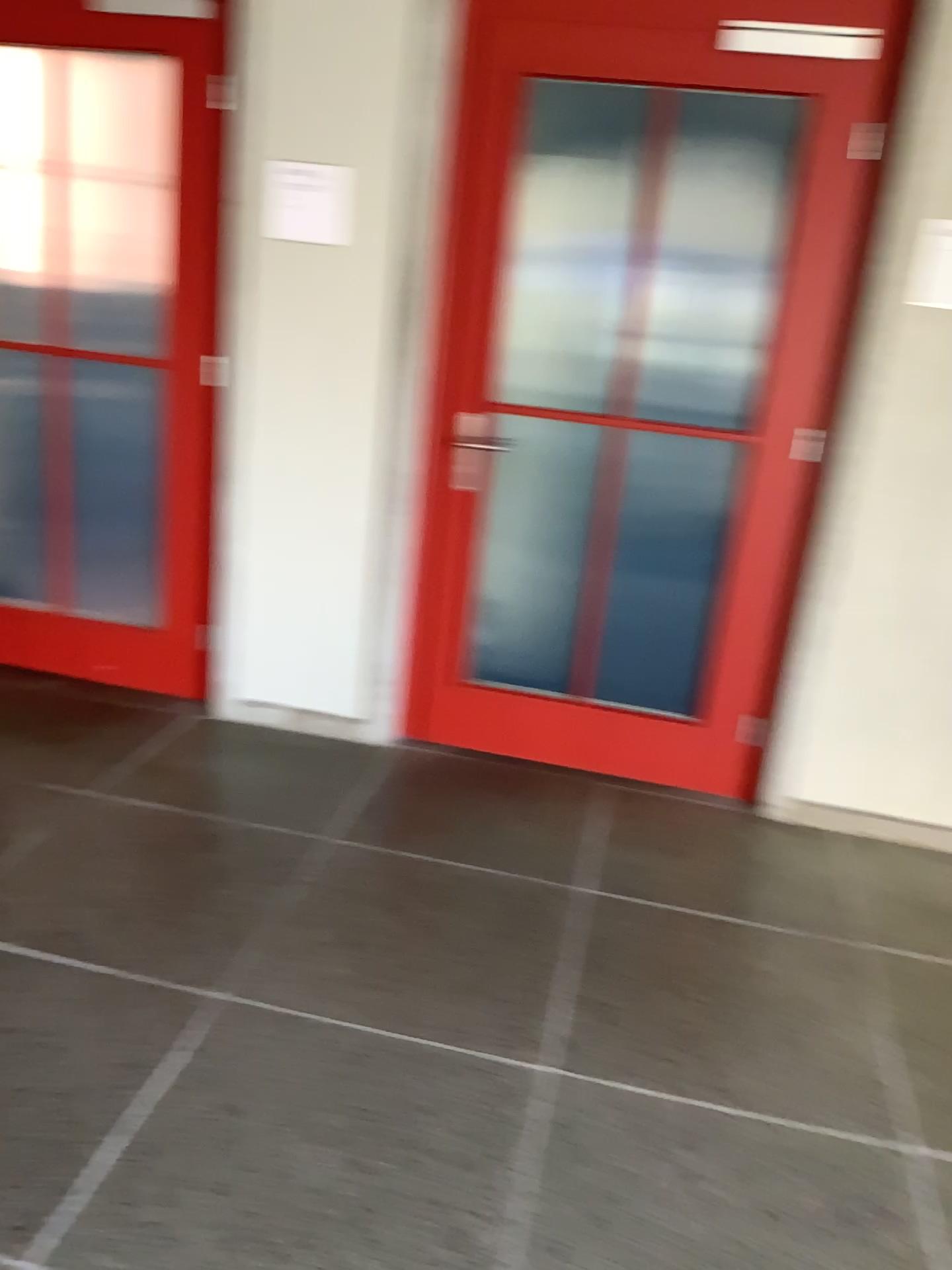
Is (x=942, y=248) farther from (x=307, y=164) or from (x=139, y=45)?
(x=139, y=45)

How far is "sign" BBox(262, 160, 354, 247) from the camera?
3.0 meters

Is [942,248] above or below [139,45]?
below

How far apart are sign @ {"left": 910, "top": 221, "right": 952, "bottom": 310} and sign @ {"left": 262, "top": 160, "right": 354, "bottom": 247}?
1.53m

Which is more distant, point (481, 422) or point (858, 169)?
point (481, 422)

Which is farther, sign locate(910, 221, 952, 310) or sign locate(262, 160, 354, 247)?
sign locate(262, 160, 354, 247)

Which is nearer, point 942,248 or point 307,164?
point 942,248

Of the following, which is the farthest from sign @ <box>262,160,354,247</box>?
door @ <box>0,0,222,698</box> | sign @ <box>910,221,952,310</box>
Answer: sign @ <box>910,221,952,310</box>

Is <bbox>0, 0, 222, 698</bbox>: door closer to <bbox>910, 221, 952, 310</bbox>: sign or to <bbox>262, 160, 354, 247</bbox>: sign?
<bbox>262, 160, 354, 247</bbox>: sign
